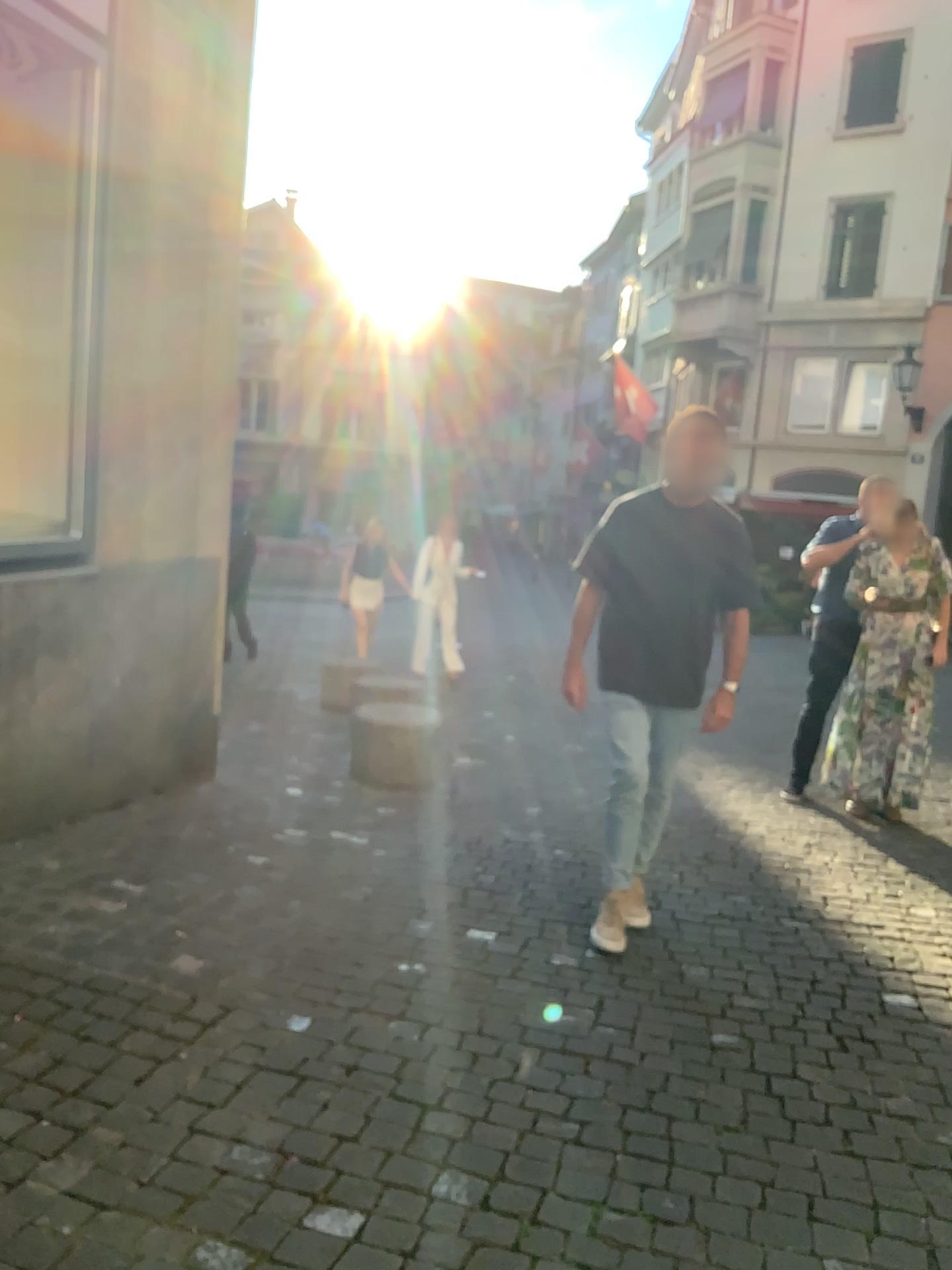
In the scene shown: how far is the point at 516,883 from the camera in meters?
4.2
